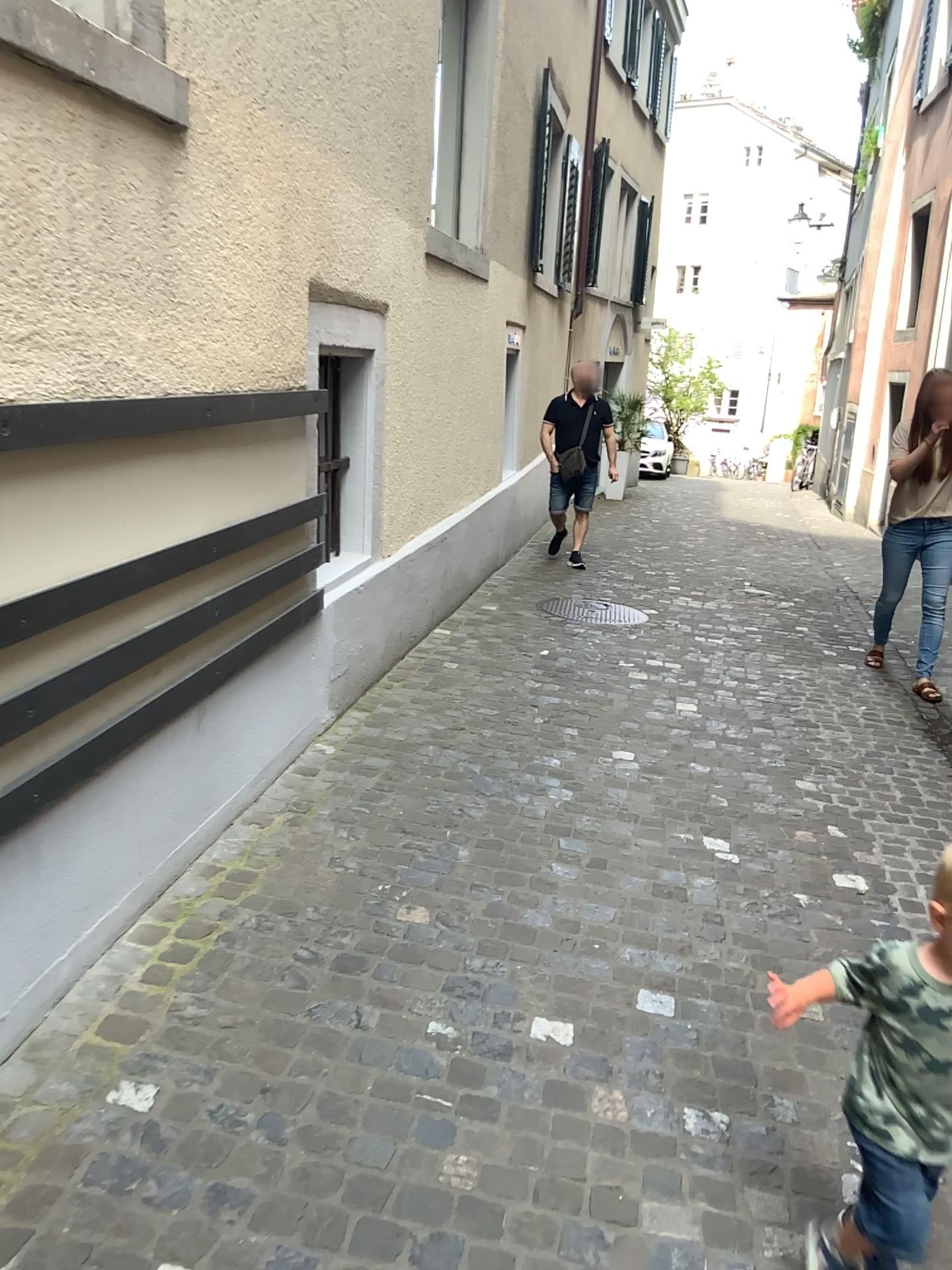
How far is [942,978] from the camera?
1.61m

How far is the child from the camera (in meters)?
1.61

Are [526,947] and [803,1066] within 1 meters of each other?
yes
